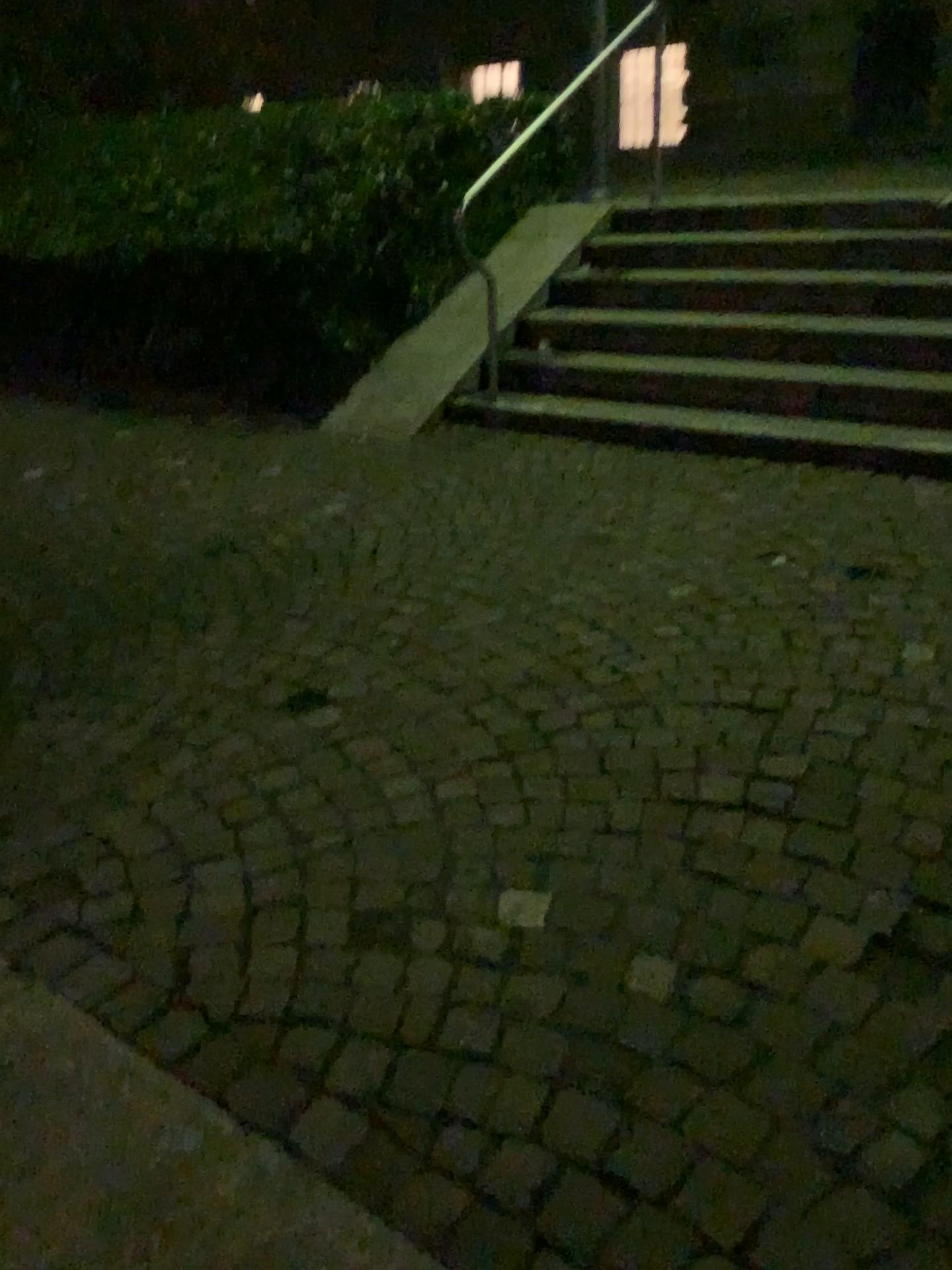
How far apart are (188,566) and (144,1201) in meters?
2.5 m
